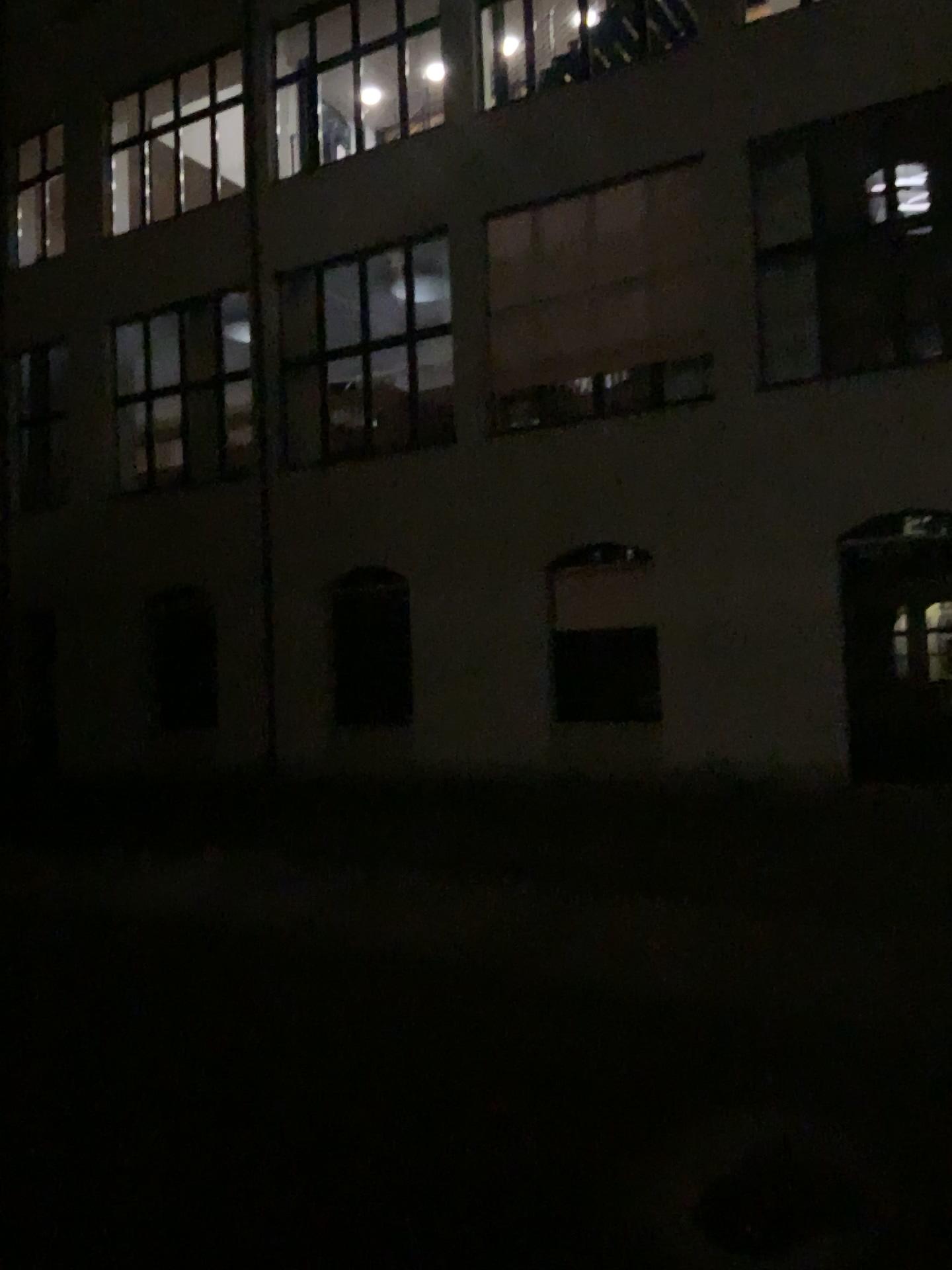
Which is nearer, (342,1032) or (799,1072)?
(799,1072)
